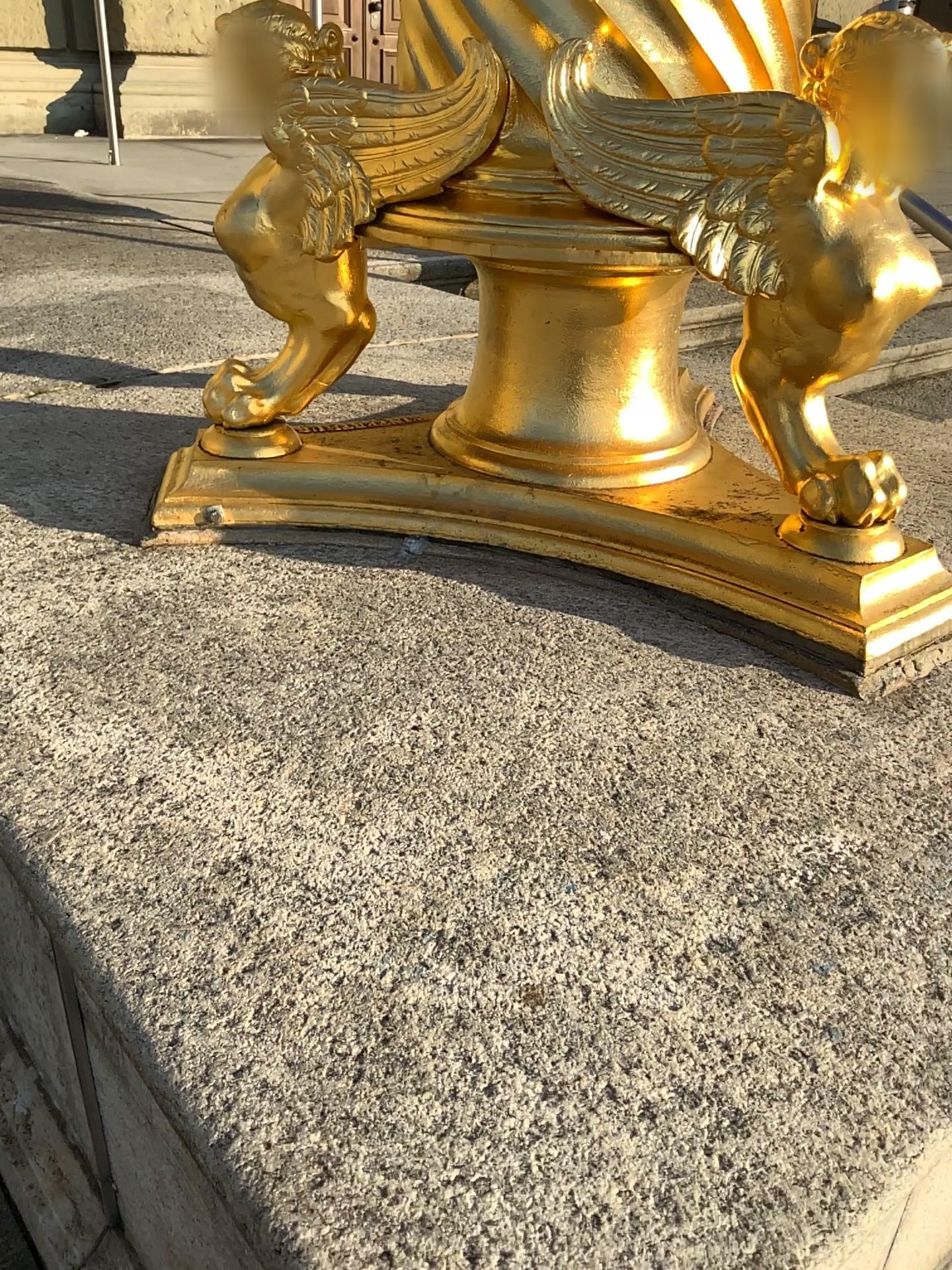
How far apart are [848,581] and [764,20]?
0.46m

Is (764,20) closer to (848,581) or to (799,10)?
(799,10)

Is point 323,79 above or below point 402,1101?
above

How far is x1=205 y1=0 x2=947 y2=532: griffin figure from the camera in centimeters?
84cm

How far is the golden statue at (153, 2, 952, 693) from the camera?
0.85m

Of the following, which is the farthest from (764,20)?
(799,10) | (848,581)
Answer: (848,581)

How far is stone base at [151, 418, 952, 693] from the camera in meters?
0.9
